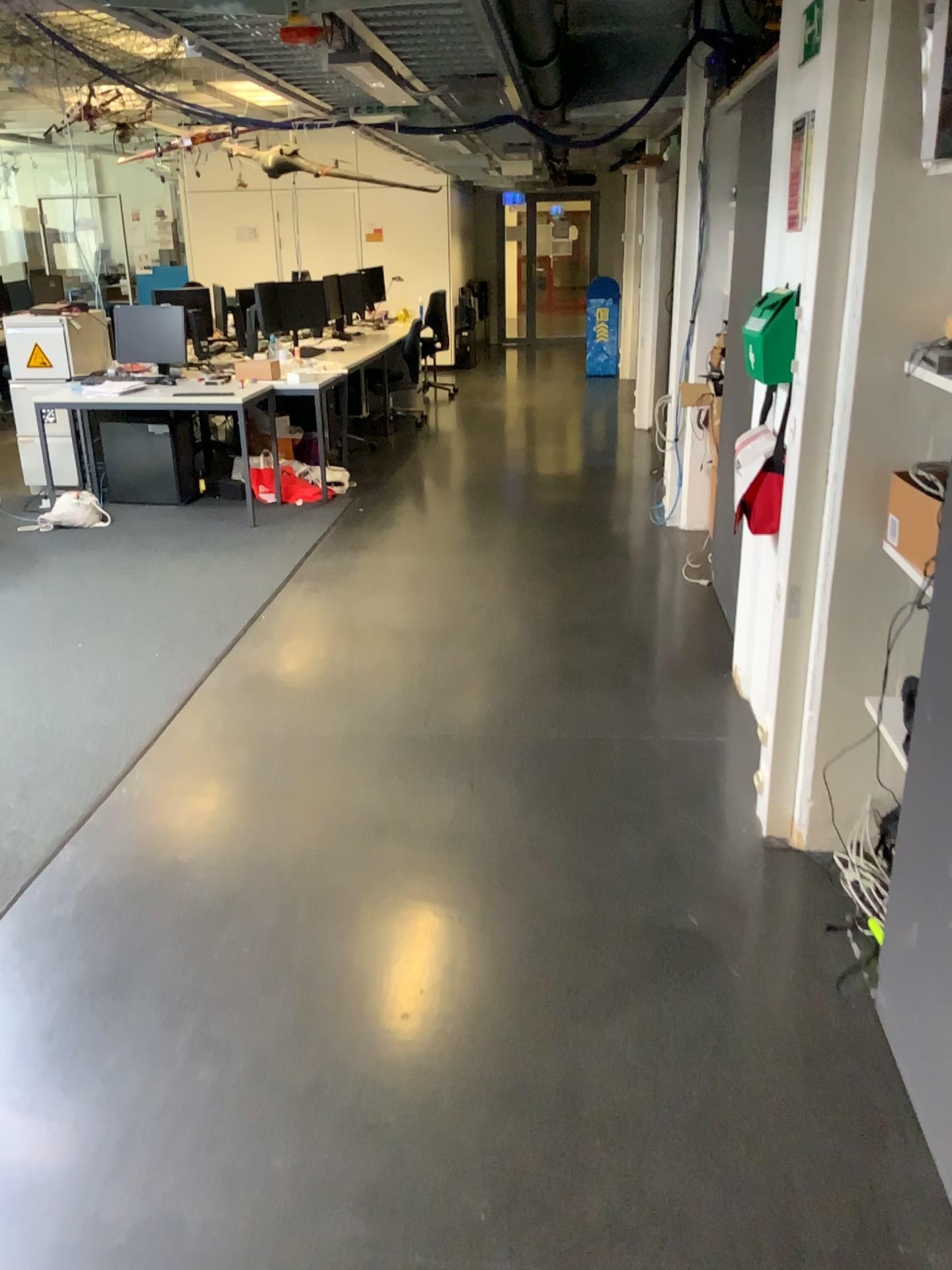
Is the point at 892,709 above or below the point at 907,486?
below

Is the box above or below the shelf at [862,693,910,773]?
above

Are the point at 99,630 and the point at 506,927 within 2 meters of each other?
no

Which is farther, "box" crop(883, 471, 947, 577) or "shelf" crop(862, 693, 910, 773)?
"shelf" crop(862, 693, 910, 773)

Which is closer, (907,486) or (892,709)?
(907,486)
